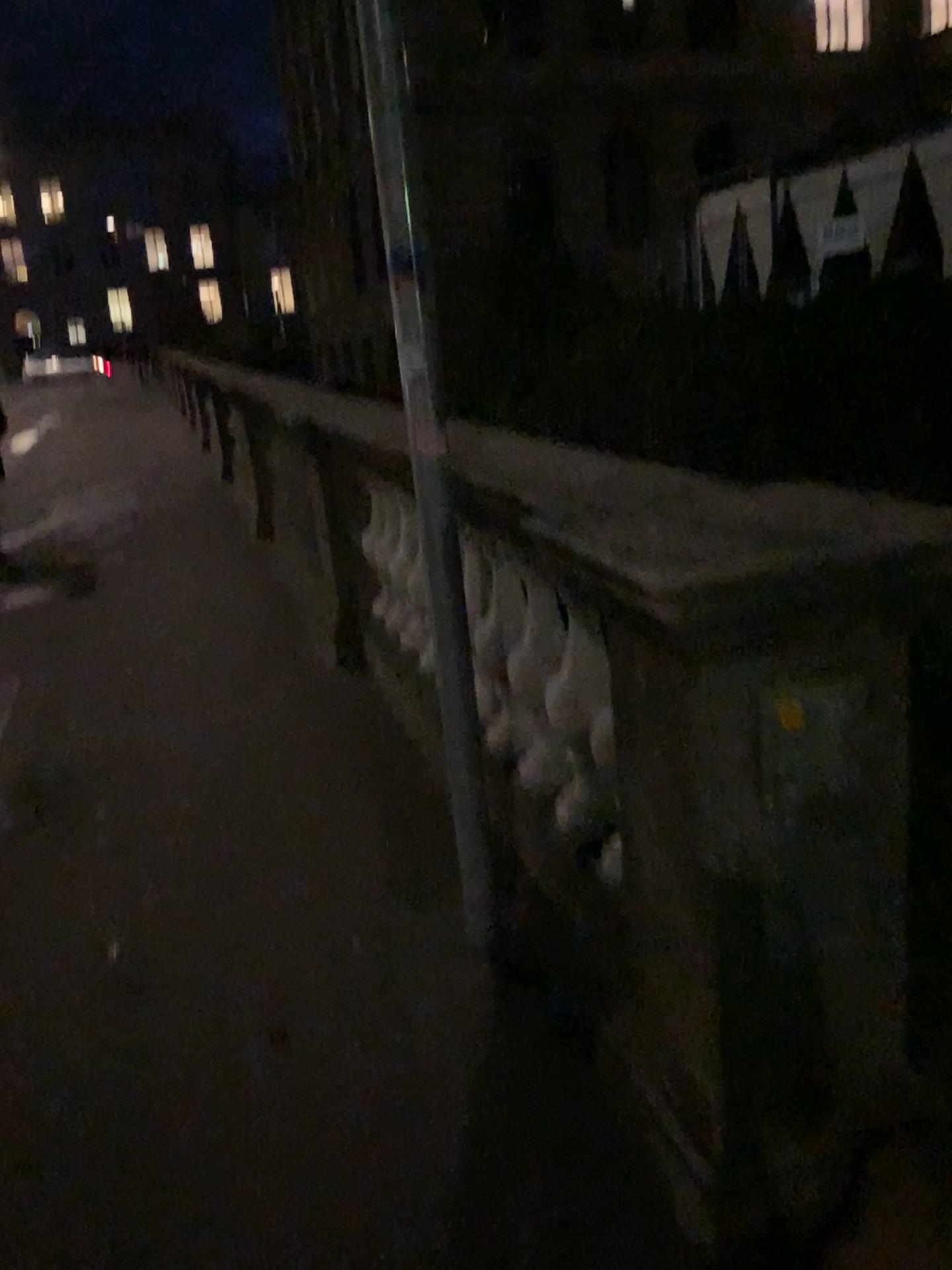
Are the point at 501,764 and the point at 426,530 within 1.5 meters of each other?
yes

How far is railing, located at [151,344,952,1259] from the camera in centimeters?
140cm

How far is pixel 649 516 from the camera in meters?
1.4 m
